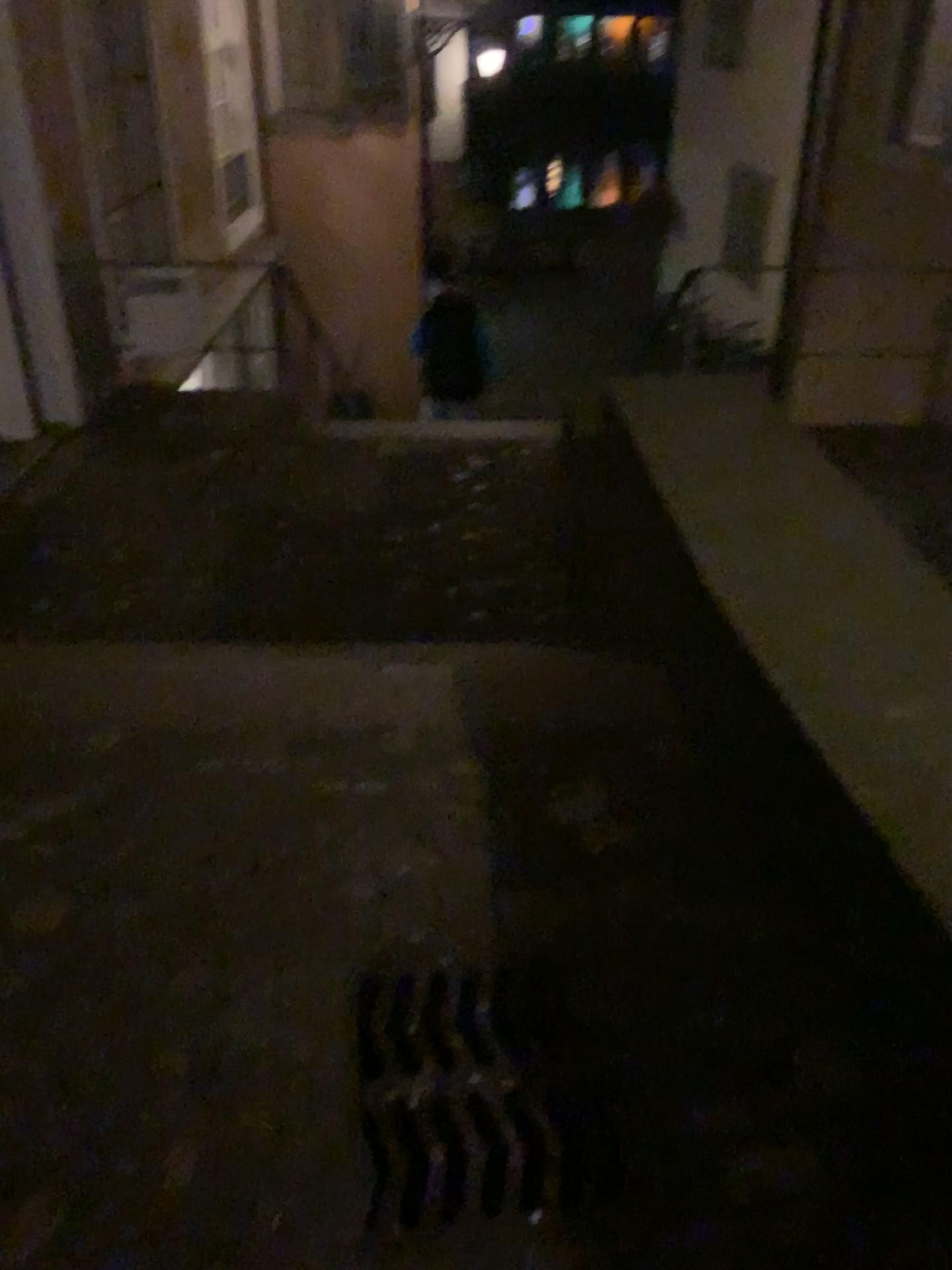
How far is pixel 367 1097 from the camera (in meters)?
1.60

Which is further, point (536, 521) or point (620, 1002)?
point (536, 521)

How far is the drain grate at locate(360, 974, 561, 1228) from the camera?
1.60m
